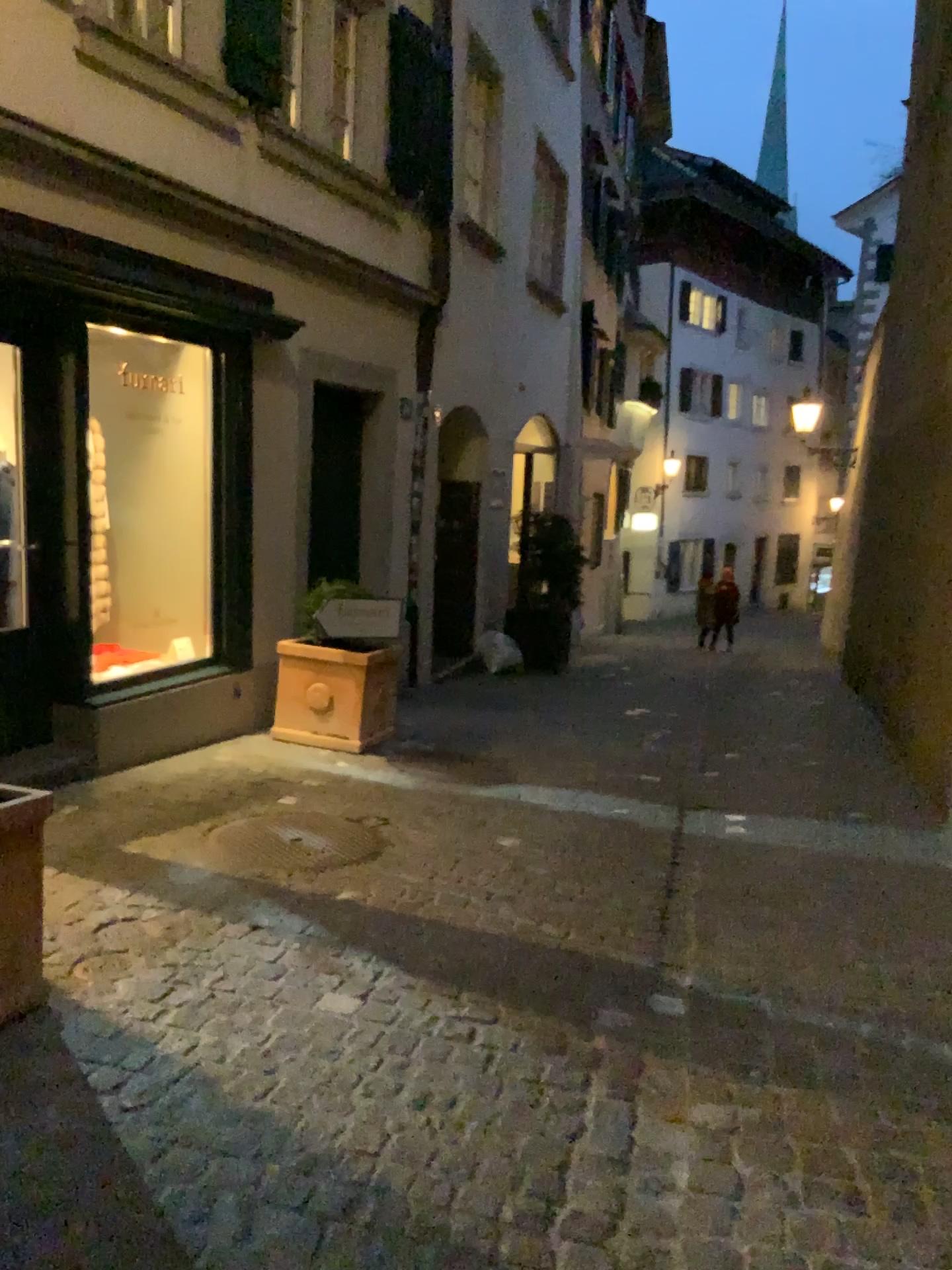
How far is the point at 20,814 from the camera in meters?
2.6 m

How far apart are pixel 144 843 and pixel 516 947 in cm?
153

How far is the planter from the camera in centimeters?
262cm
